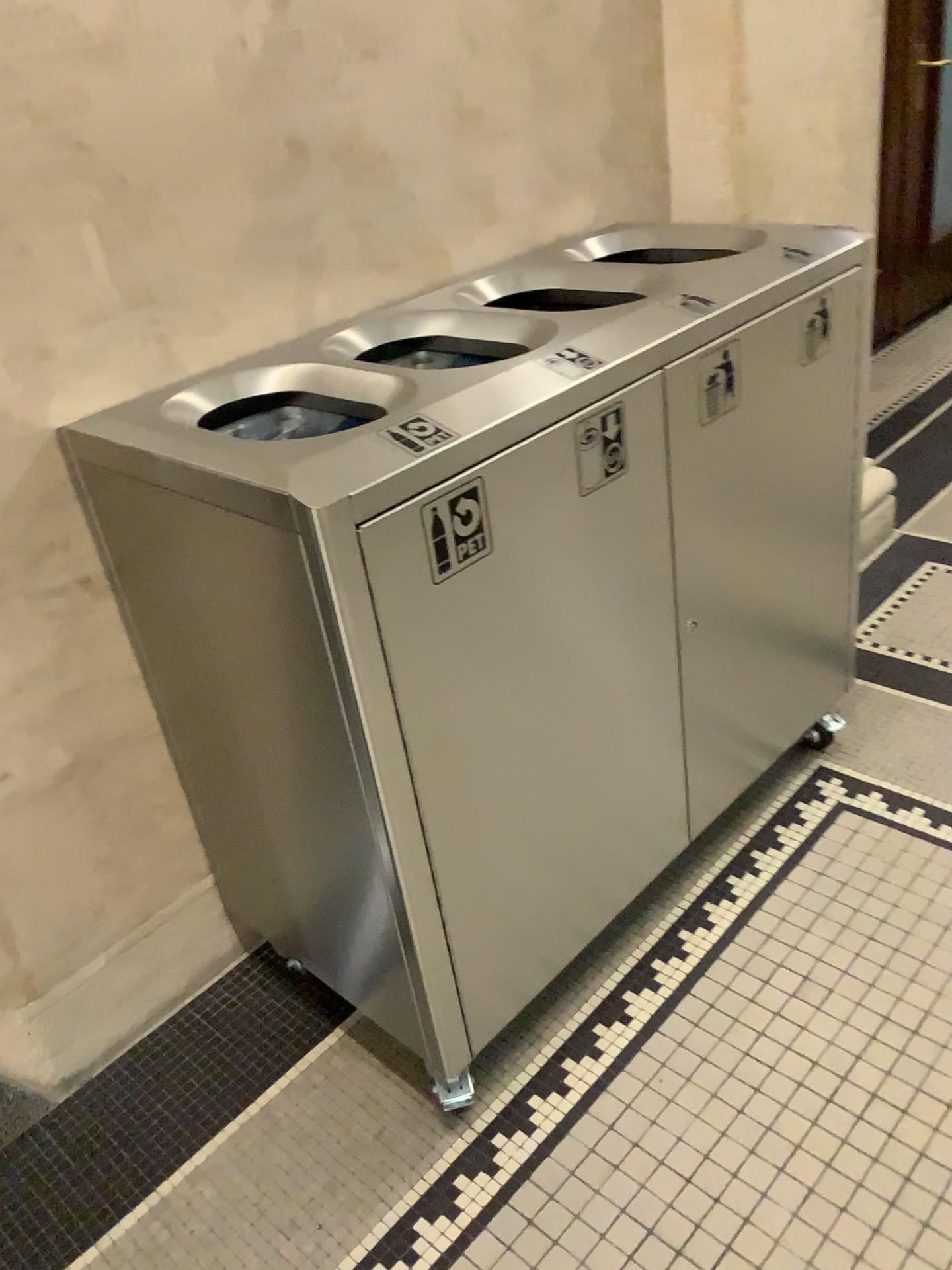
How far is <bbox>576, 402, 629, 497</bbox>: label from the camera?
1.33m

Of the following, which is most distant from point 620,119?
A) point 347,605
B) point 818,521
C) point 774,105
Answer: point 347,605

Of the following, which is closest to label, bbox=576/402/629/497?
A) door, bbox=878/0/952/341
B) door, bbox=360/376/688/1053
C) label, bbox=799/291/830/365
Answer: door, bbox=360/376/688/1053

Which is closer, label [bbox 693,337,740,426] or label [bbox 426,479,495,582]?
label [bbox 426,479,495,582]

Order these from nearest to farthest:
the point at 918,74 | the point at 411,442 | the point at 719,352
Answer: the point at 411,442, the point at 719,352, the point at 918,74

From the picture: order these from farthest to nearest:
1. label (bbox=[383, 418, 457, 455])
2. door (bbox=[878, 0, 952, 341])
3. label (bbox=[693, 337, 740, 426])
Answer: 1. door (bbox=[878, 0, 952, 341])
2. label (bbox=[693, 337, 740, 426])
3. label (bbox=[383, 418, 457, 455])

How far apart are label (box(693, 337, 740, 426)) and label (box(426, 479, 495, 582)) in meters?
0.5 m

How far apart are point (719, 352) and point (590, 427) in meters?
0.3 m

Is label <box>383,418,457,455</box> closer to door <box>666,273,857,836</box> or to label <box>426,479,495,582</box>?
label <box>426,479,495,582</box>

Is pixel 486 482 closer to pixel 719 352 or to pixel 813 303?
pixel 719 352
